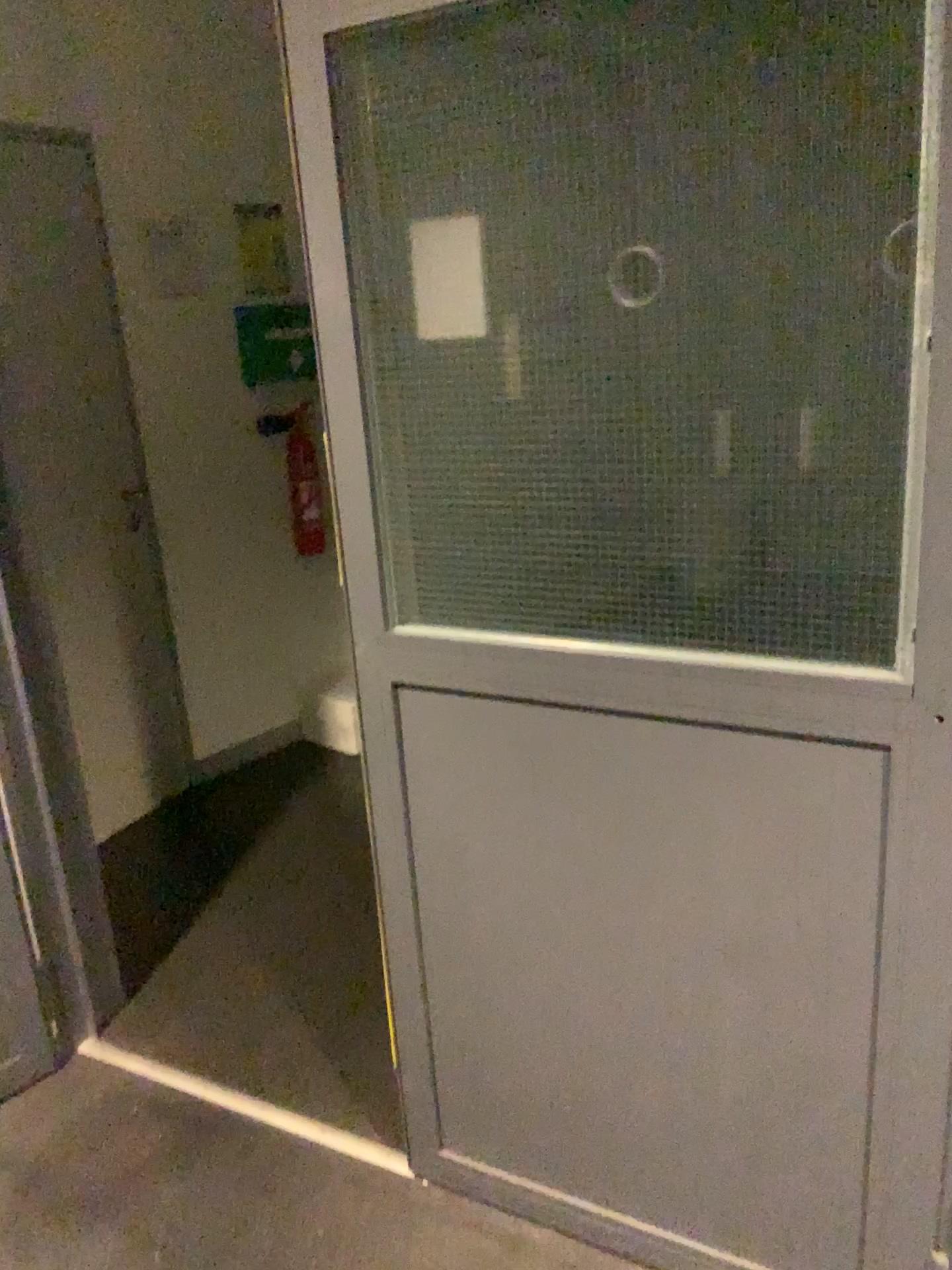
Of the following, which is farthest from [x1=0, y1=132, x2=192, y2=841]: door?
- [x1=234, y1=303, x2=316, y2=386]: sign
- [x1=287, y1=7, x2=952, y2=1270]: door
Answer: [x1=287, y1=7, x2=952, y2=1270]: door

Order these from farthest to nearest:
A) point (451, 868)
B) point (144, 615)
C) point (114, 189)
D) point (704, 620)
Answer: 1. point (144, 615)
2. point (114, 189)
3. point (451, 868)
4. point (704, 620)

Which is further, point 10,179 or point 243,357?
point 243,357

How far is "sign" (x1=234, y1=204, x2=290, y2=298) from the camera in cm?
352

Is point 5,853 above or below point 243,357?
below

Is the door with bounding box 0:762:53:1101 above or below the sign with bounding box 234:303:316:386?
below

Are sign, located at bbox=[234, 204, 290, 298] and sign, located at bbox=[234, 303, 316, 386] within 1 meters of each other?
yes

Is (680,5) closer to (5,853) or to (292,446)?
(5,853)

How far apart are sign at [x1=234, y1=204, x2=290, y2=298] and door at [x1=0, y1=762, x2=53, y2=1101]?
2.1 meters

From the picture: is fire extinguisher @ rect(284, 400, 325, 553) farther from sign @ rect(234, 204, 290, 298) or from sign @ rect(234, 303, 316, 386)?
sign @ rect(234, 204, 290, 298)
